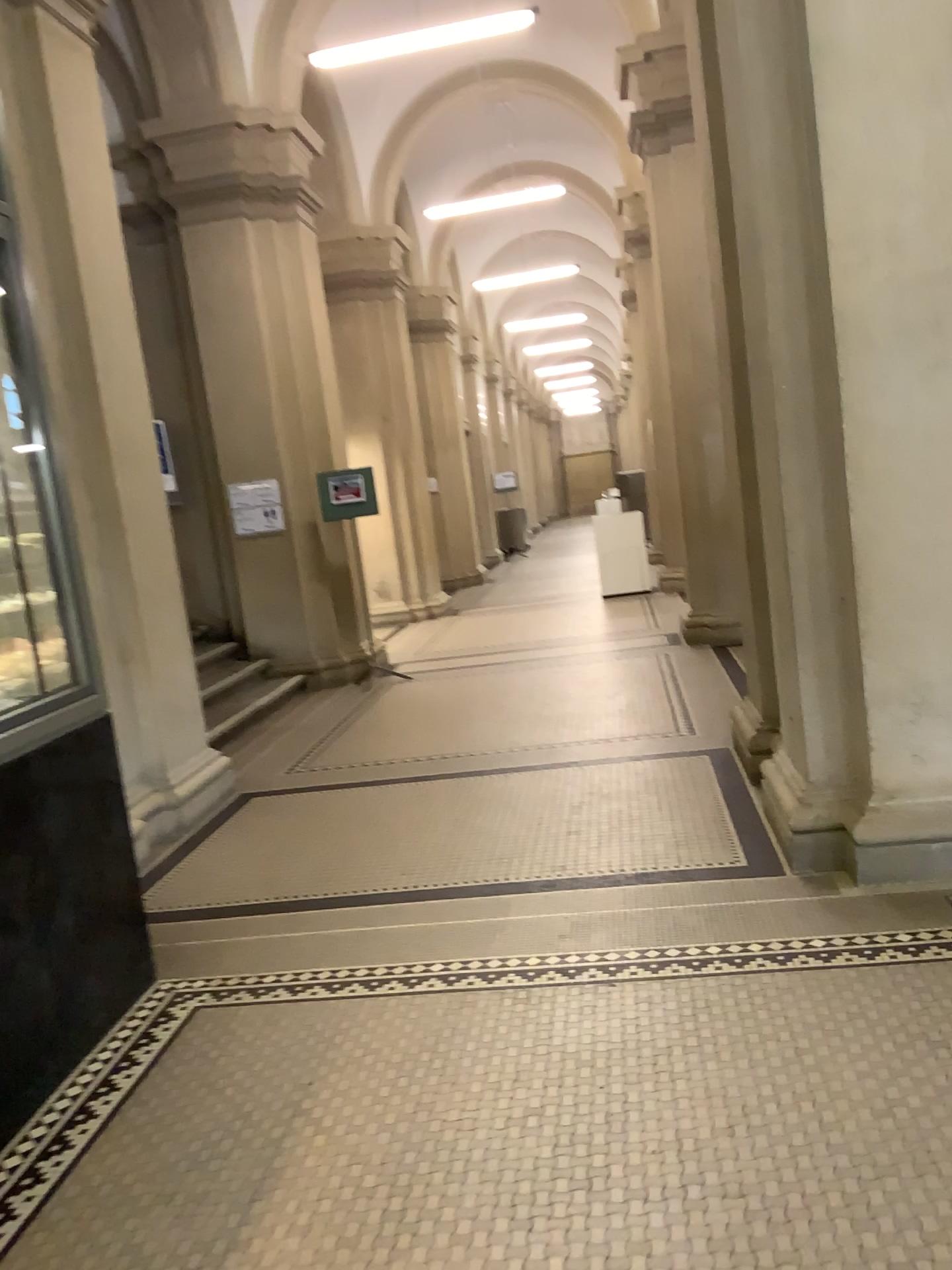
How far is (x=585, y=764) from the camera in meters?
5.2
